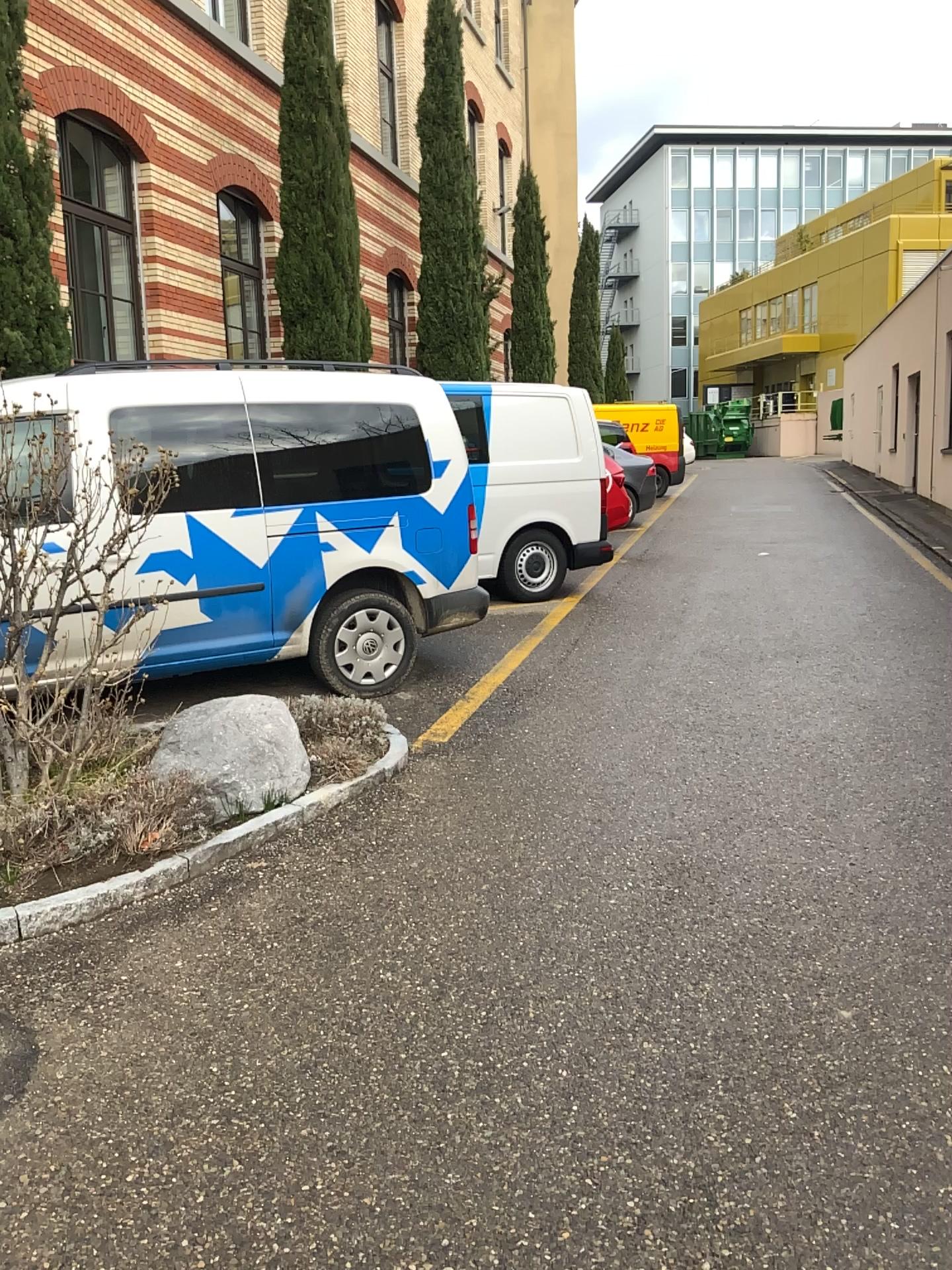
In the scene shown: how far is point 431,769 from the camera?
4.70m

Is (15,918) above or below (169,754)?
below

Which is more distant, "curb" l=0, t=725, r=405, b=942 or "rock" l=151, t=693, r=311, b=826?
"rock" l=151, t=693, r=311, b=826

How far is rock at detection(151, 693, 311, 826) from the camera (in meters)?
3.97

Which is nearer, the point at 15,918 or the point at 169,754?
the point at 15,918

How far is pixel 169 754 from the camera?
Result: 3.97m
